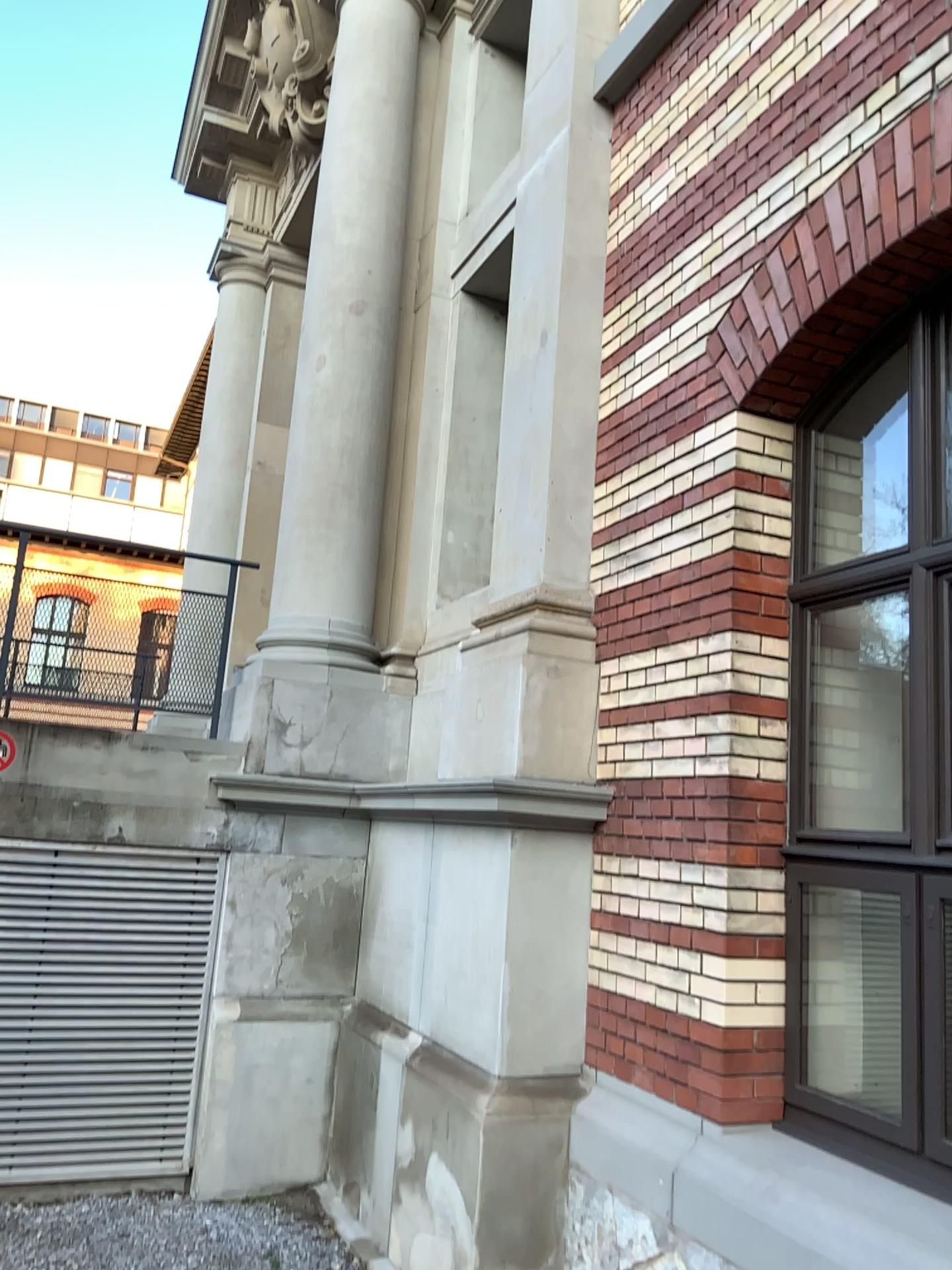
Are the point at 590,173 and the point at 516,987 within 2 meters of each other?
no
